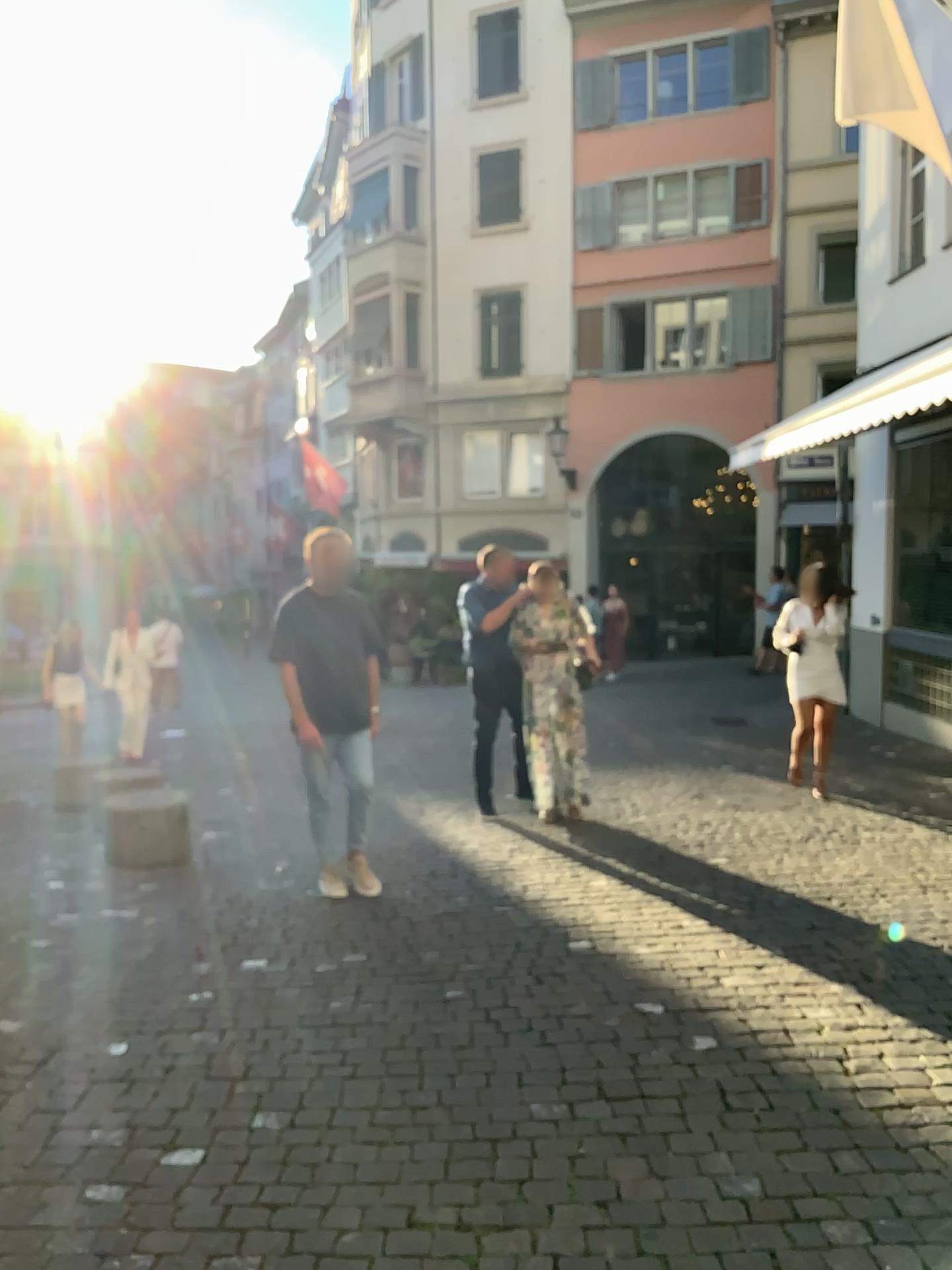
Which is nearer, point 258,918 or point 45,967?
point 45,967
